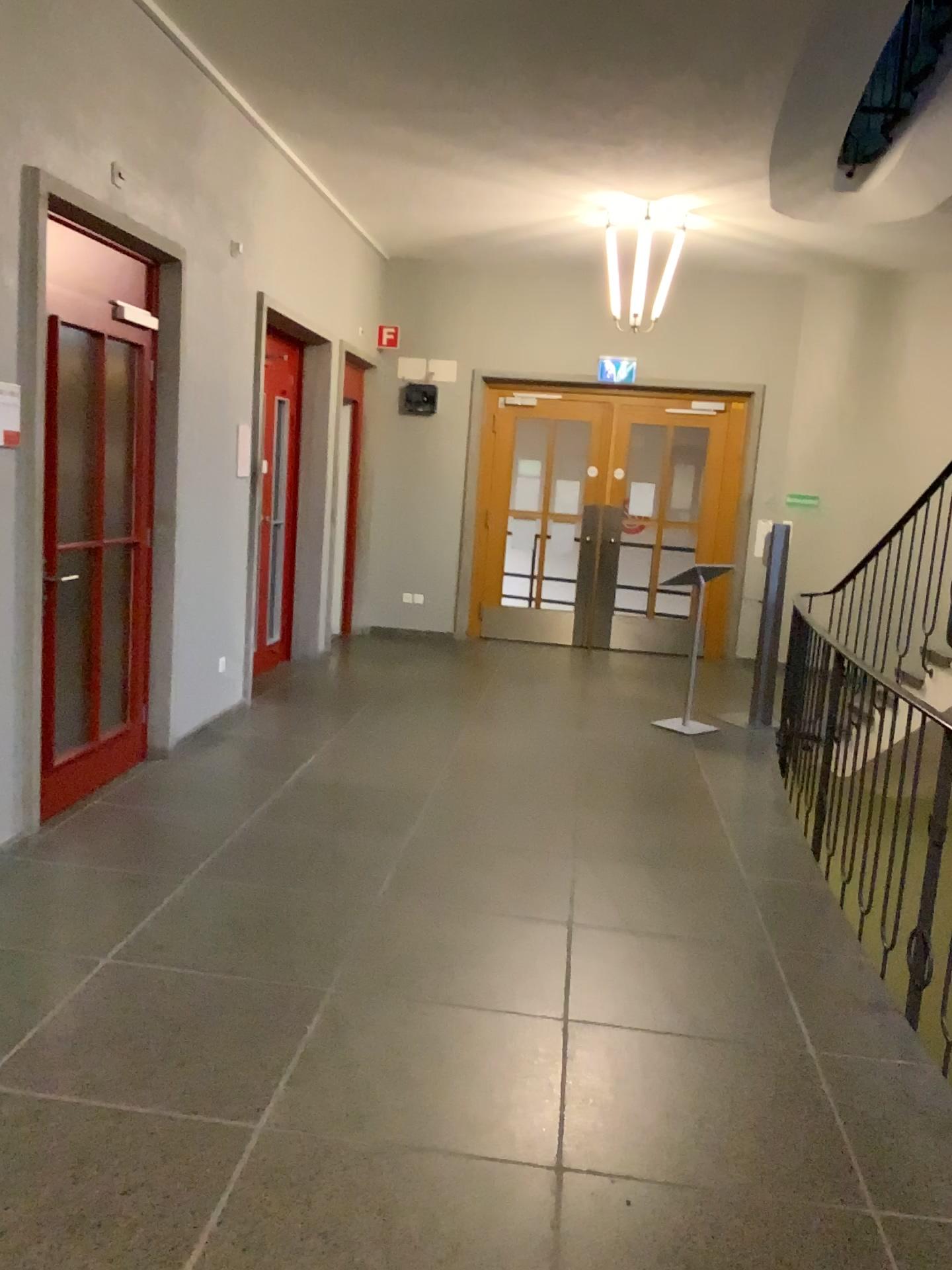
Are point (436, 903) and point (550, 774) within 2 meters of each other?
yes
